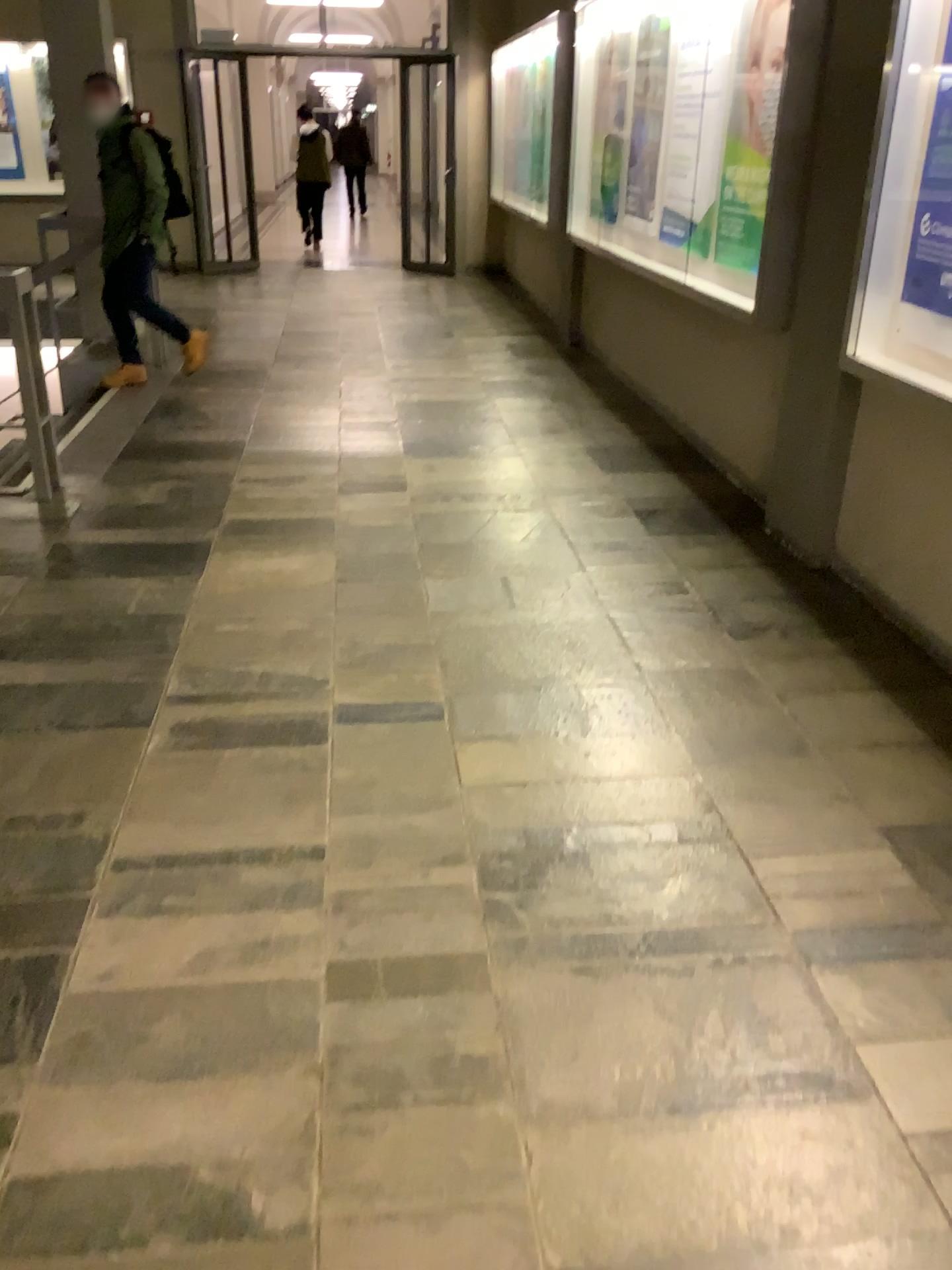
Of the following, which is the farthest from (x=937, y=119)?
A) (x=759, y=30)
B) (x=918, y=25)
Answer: (x=759, y=30)

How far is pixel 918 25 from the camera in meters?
3.0

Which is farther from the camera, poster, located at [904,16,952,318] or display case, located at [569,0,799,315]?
display case, located at [569,0,799,315]

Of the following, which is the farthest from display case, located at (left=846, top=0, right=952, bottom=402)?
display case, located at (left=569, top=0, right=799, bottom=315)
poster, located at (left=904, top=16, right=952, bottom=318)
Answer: display case, located at (left=569, top=0, right=799, bottom=315)

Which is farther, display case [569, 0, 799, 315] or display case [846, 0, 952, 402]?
display case [569, 0, 799, 315]

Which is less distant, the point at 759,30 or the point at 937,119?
Result: the point at 937,119

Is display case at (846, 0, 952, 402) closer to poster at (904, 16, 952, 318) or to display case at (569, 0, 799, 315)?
poster at (904, 16, 952, 318)

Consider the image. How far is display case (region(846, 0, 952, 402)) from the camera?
3.0m

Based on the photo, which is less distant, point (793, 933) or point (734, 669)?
point (793, 933)
